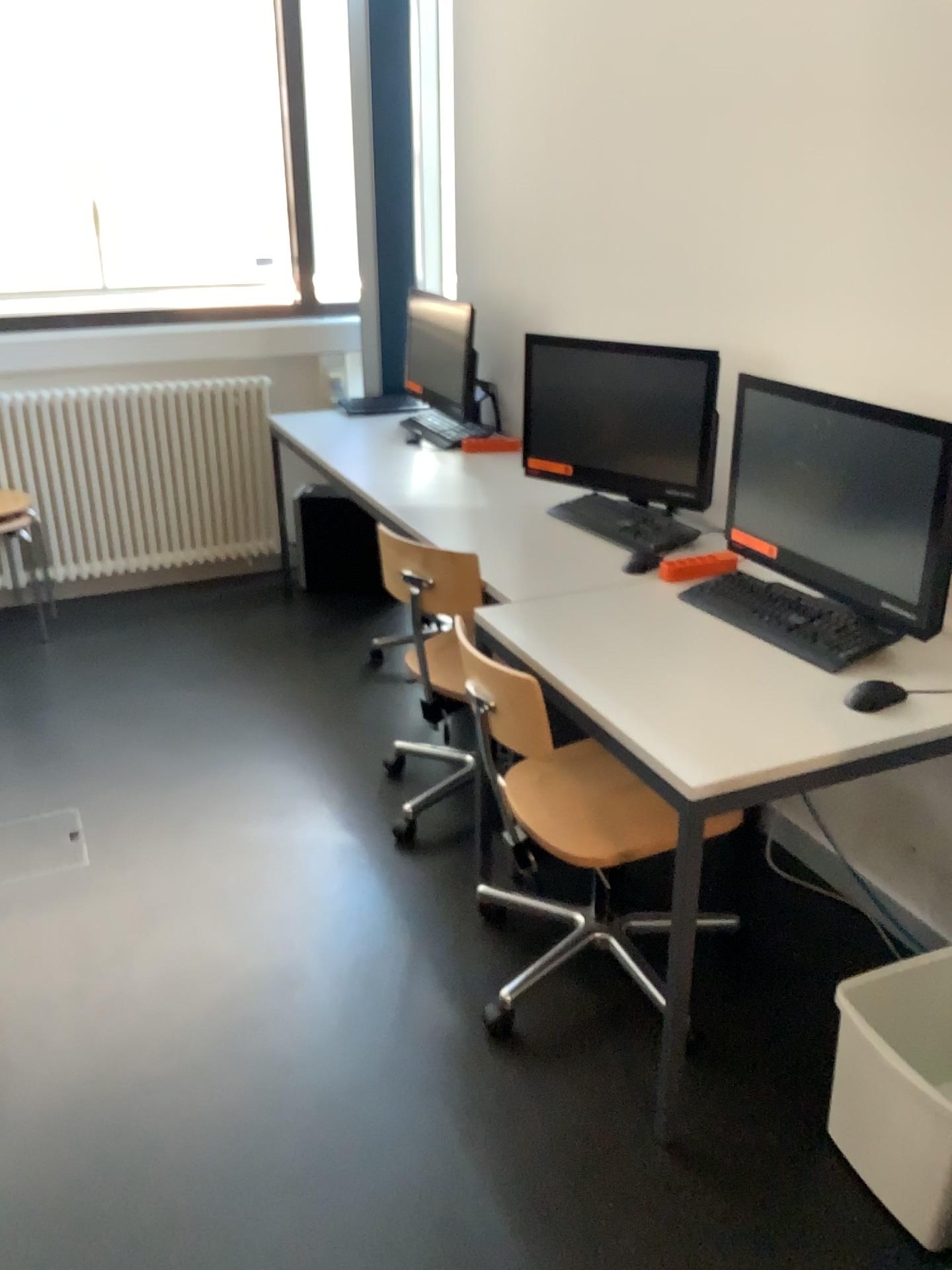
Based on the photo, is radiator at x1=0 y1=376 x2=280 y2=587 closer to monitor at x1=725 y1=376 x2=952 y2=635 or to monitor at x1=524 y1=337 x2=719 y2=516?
monitor at x1=524 y1=337 x2=719 y2=516

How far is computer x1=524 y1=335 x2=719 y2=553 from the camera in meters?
2.7

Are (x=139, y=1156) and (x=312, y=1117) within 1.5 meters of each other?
yes

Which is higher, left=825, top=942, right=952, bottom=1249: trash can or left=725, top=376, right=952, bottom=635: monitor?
left=725, top=376, right=952, bottom=635: monitor

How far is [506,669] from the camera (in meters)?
2.00

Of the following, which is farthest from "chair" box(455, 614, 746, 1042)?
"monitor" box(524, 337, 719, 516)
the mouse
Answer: "monitor" box(524, 337, 719, 516)

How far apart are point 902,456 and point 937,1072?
1.02m

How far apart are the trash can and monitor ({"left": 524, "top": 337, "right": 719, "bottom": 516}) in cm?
127

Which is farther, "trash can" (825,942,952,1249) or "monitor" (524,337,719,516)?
"monitor" (524,337,719,516)

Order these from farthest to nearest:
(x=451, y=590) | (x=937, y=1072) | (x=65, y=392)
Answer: (x=65, y=392)
(x=451, y=590)
(x=937, y=1072)
